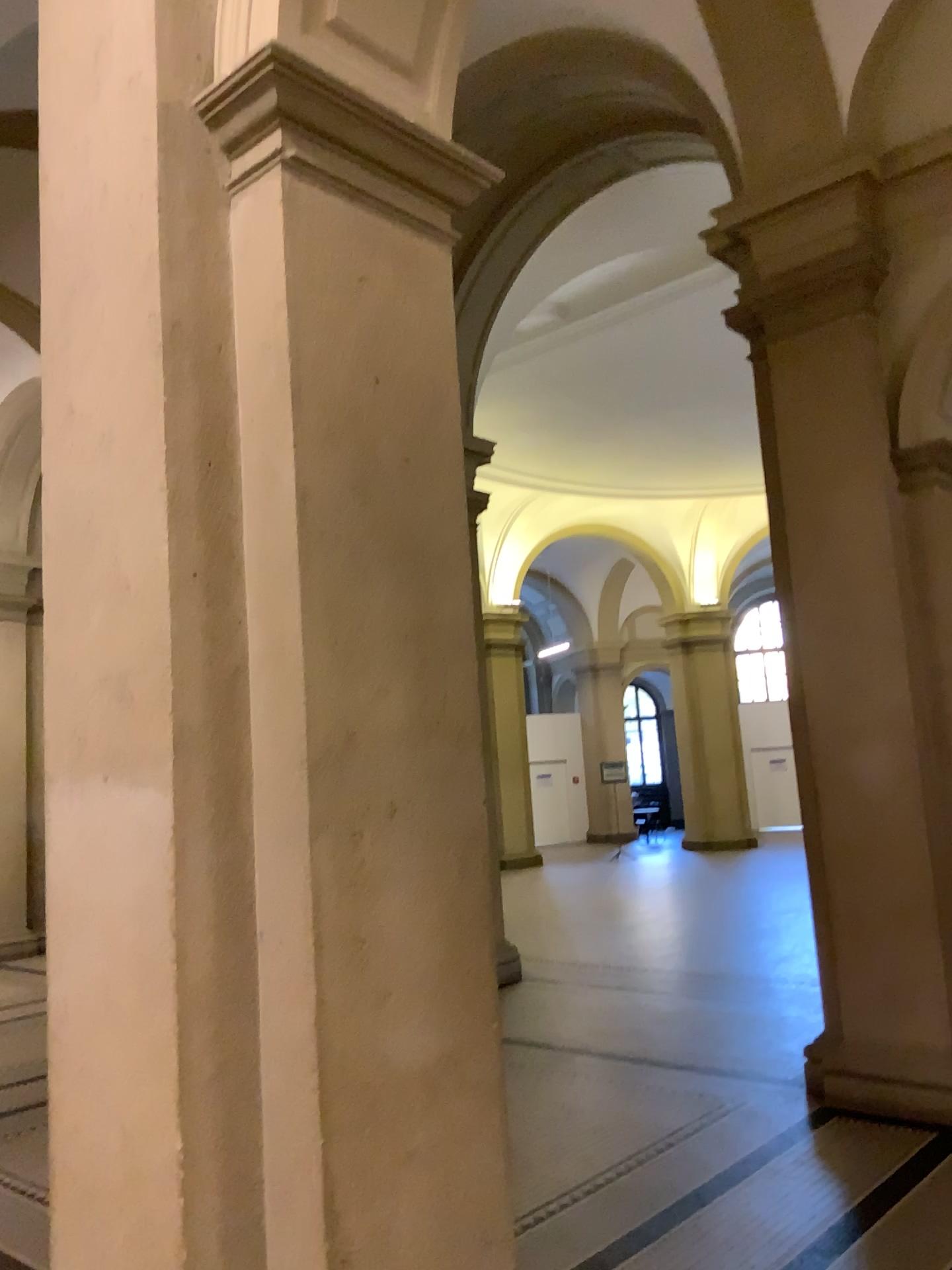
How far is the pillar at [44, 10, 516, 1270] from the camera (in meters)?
2.05

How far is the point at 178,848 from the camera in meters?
2.1

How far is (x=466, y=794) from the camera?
2.4m
